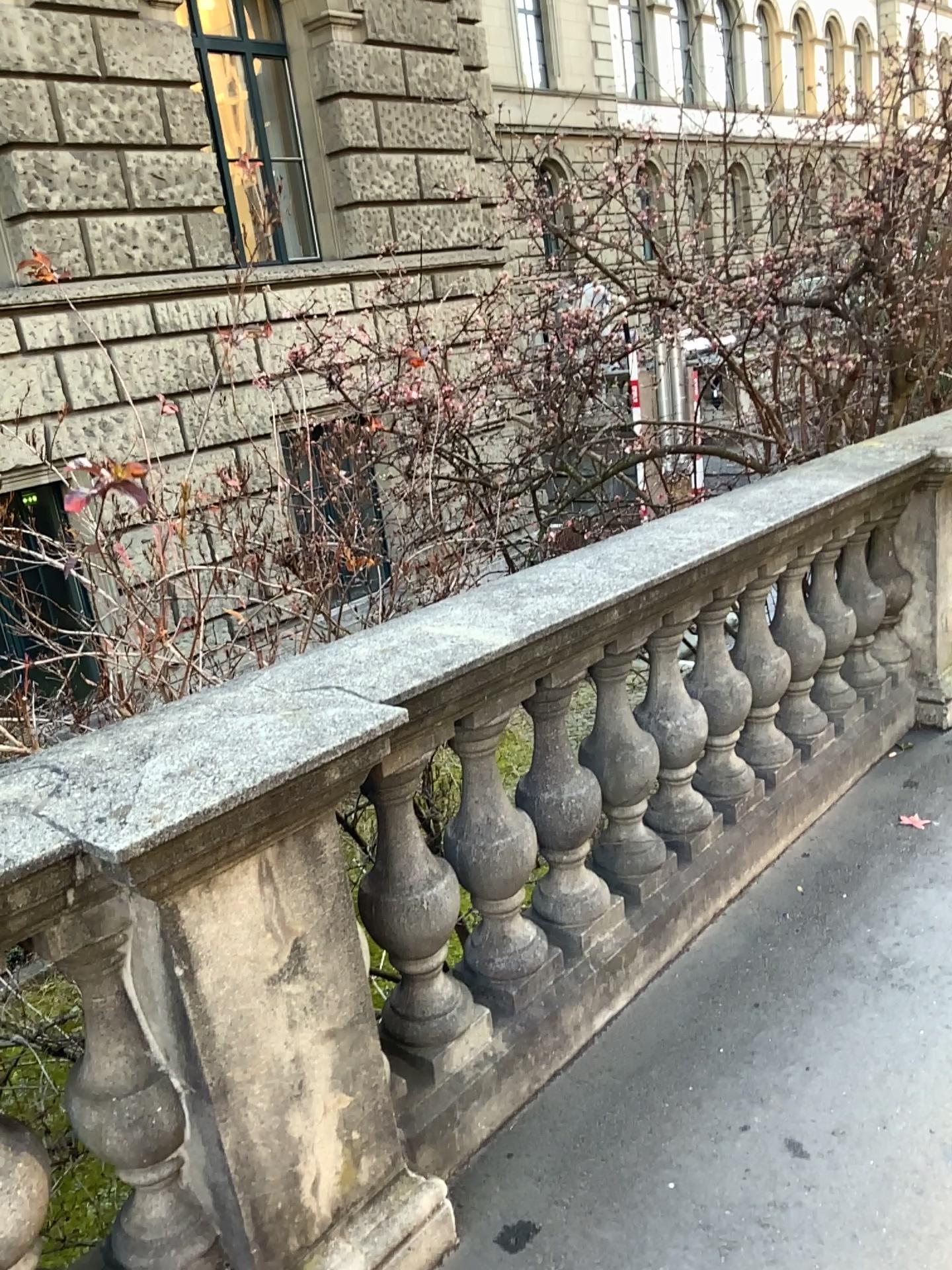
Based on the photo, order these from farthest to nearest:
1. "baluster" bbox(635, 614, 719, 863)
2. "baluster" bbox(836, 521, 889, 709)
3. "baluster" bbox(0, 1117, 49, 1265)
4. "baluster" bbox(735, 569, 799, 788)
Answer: "baluster" bbox(836, 521, 889, 709), "baluster" bbox(735, 569, 799, 788), "baluster" bbox(635, 614, 719, 863), "baluster" bbox(0, 1117, 49, 1265)

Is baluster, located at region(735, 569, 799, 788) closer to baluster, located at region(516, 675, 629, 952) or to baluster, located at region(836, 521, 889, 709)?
baluster, located at region(836, 521, 889, 709)

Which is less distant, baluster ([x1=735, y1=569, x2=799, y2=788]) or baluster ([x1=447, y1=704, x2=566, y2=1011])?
baluster ([x1=447, y1=704, x2=566, y2=1011])

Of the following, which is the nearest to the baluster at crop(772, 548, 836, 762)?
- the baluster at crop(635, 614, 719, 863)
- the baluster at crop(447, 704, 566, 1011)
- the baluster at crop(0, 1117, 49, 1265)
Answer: the baluster at crop(635, 614, 719, 863)

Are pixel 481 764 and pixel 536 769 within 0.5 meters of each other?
yes

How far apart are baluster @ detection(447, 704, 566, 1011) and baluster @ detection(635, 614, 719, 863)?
0.5m

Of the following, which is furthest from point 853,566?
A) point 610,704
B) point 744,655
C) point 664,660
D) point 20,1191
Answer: point 20,1191

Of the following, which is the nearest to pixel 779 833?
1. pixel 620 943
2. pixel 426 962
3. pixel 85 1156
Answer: pixel 620 943

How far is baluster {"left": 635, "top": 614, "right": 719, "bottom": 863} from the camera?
2.7m

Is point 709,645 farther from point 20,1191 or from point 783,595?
point 20,1191
